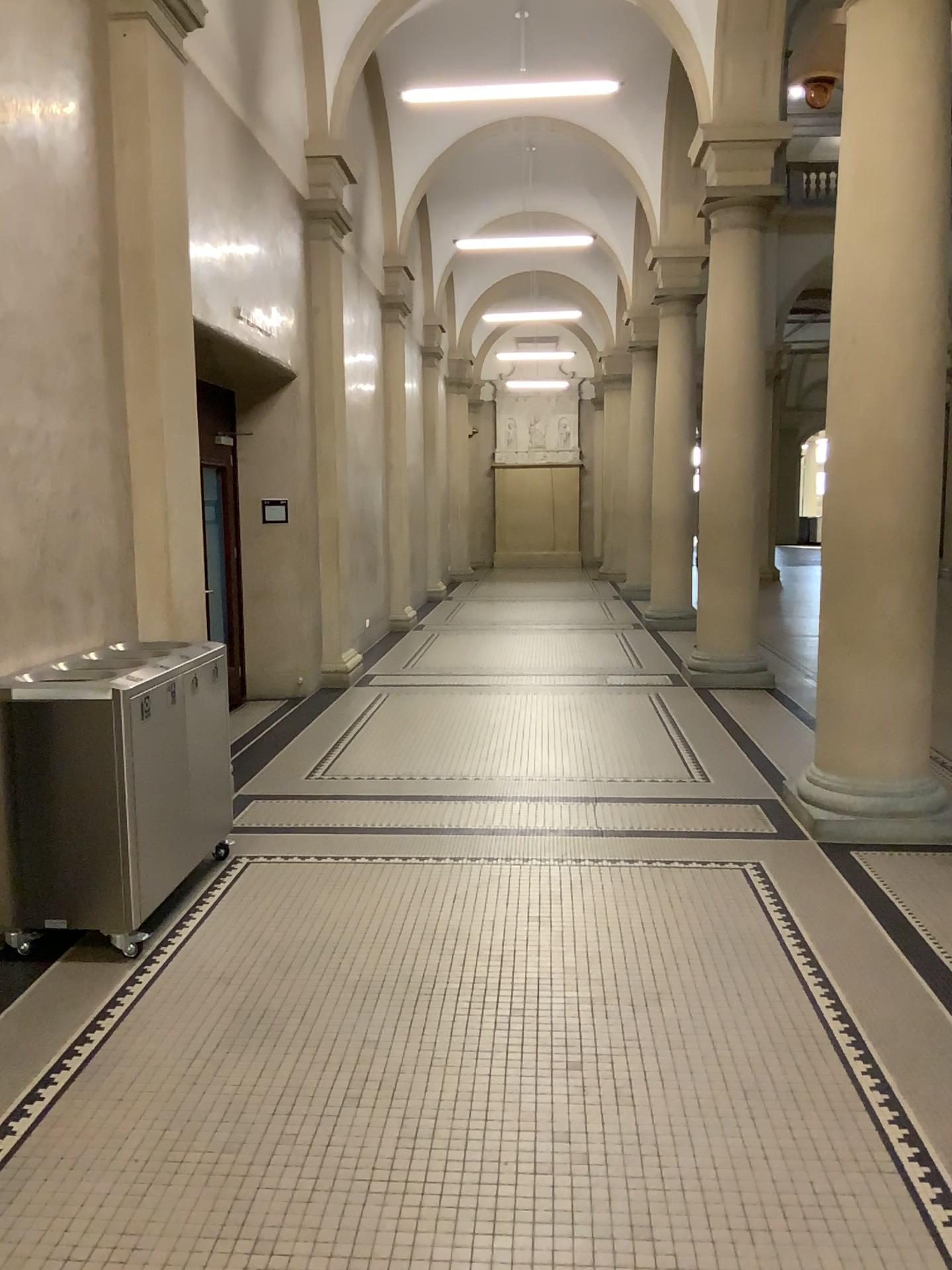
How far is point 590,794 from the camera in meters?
5.6
